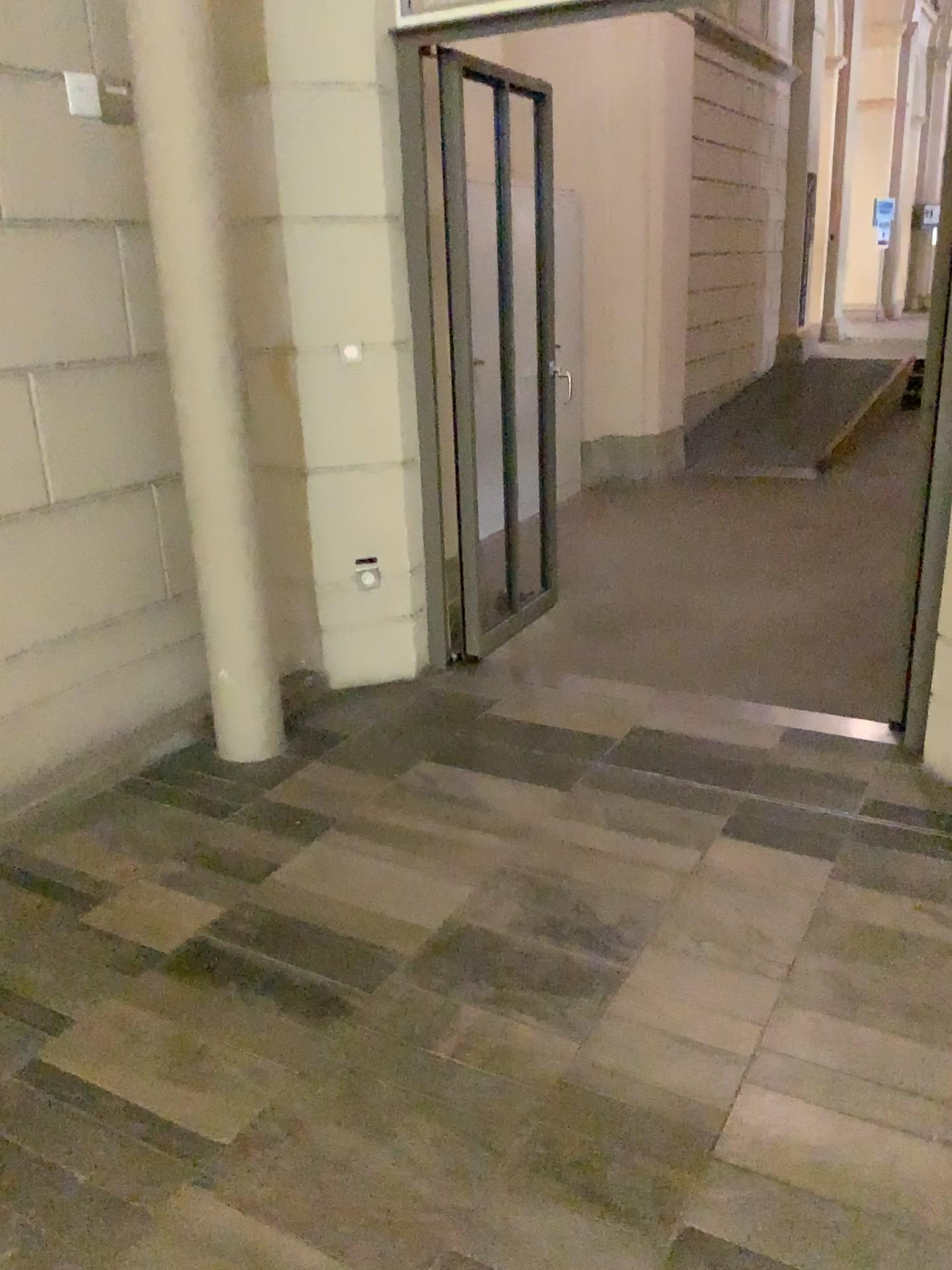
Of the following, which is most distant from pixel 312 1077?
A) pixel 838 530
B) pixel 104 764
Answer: pixel 838 530
